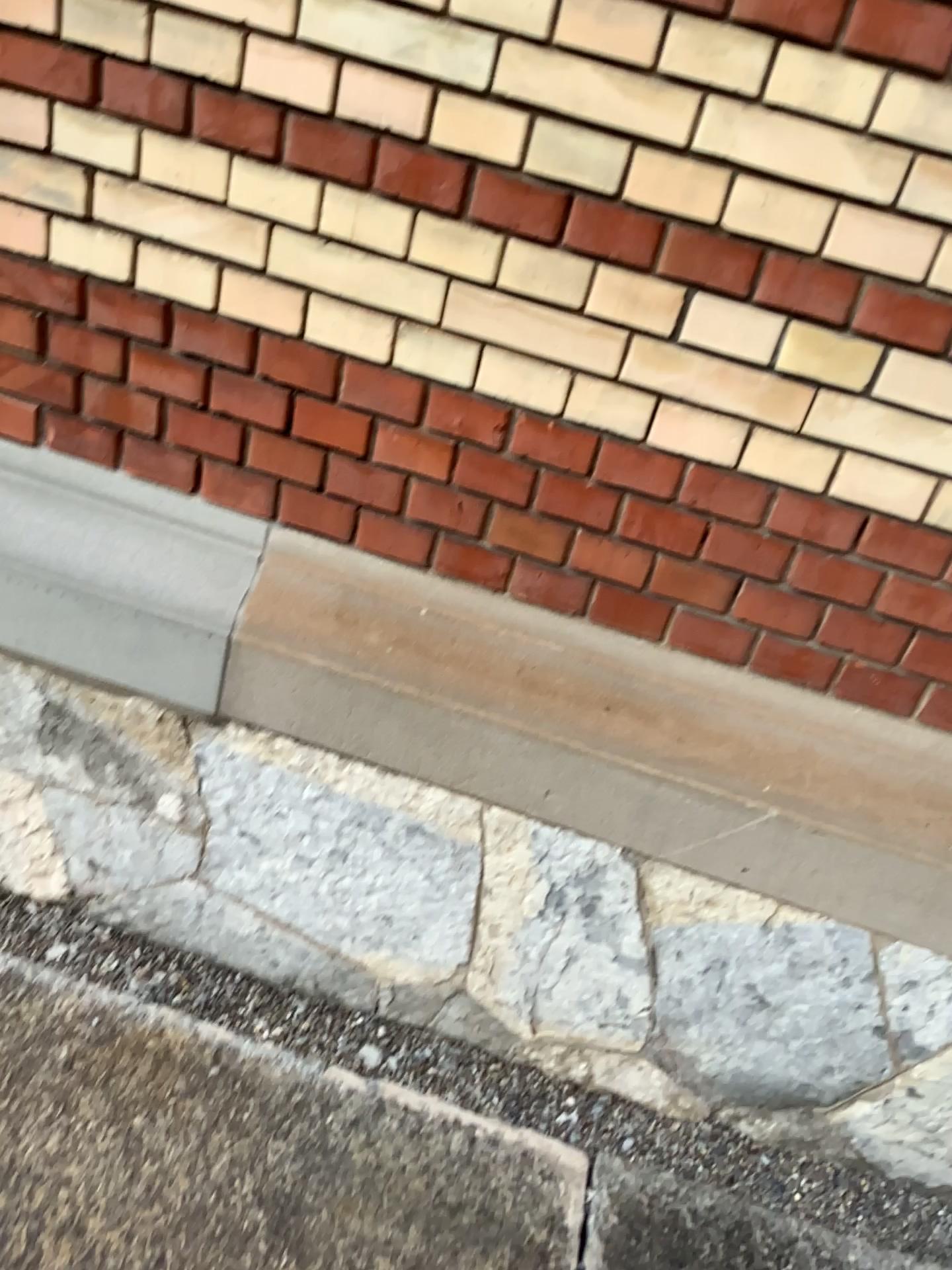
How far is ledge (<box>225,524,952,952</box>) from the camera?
1.5m

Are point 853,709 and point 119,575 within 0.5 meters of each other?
no

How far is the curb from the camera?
1.5m

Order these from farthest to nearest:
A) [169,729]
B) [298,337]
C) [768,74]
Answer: [169,729]
[298,337]
[768,74]

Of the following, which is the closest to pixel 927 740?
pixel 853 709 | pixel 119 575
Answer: pixel 853 709

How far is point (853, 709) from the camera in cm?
155

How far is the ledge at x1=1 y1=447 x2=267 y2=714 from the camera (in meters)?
1.61
